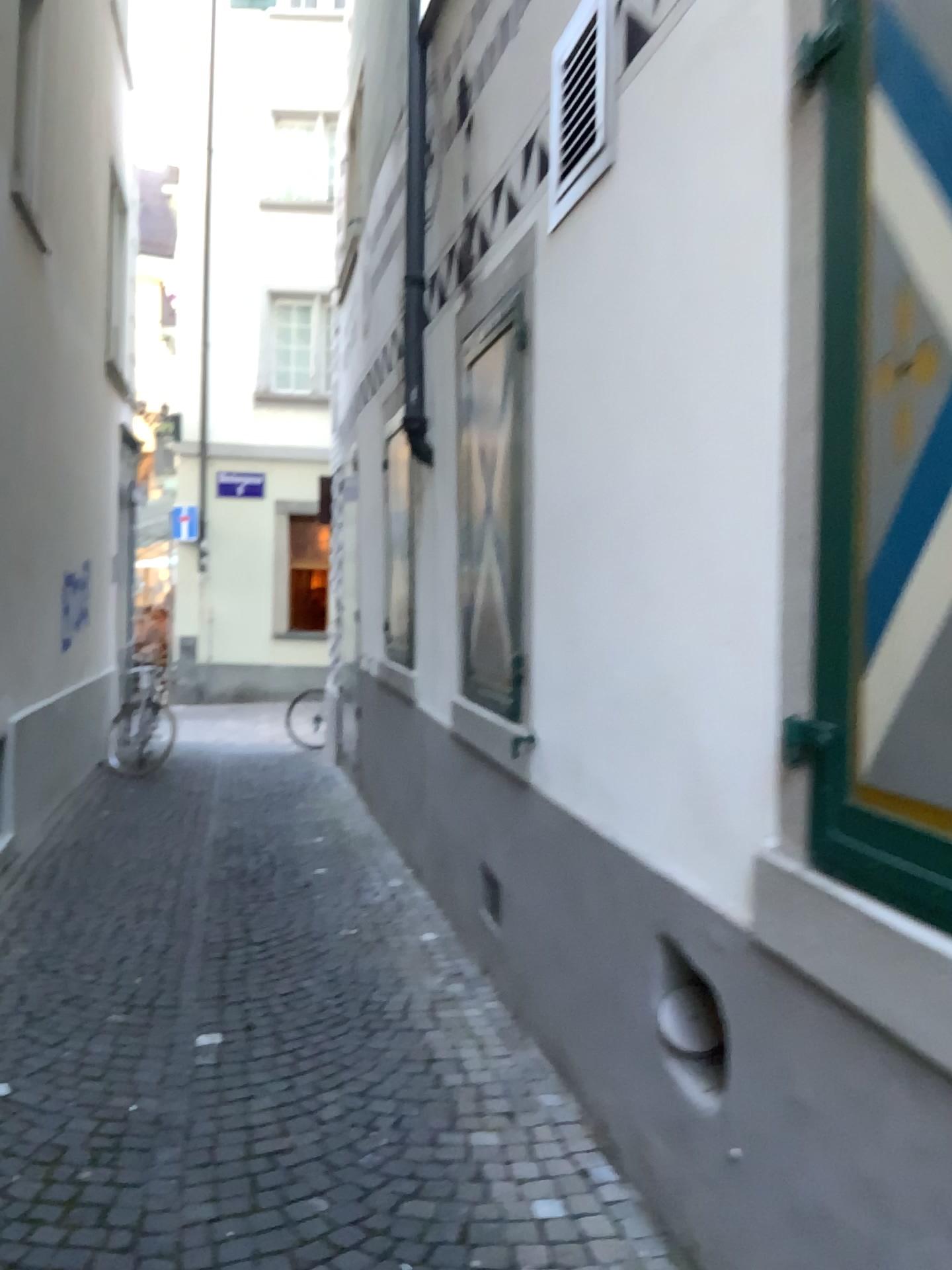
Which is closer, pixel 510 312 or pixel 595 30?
pixel 595 30

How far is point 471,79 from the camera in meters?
4.3

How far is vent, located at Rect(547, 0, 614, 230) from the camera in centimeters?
292cm

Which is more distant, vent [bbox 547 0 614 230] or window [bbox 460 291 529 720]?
window [bbox 460 291 529 720]

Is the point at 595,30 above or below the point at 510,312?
above

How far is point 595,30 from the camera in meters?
2.9 m
